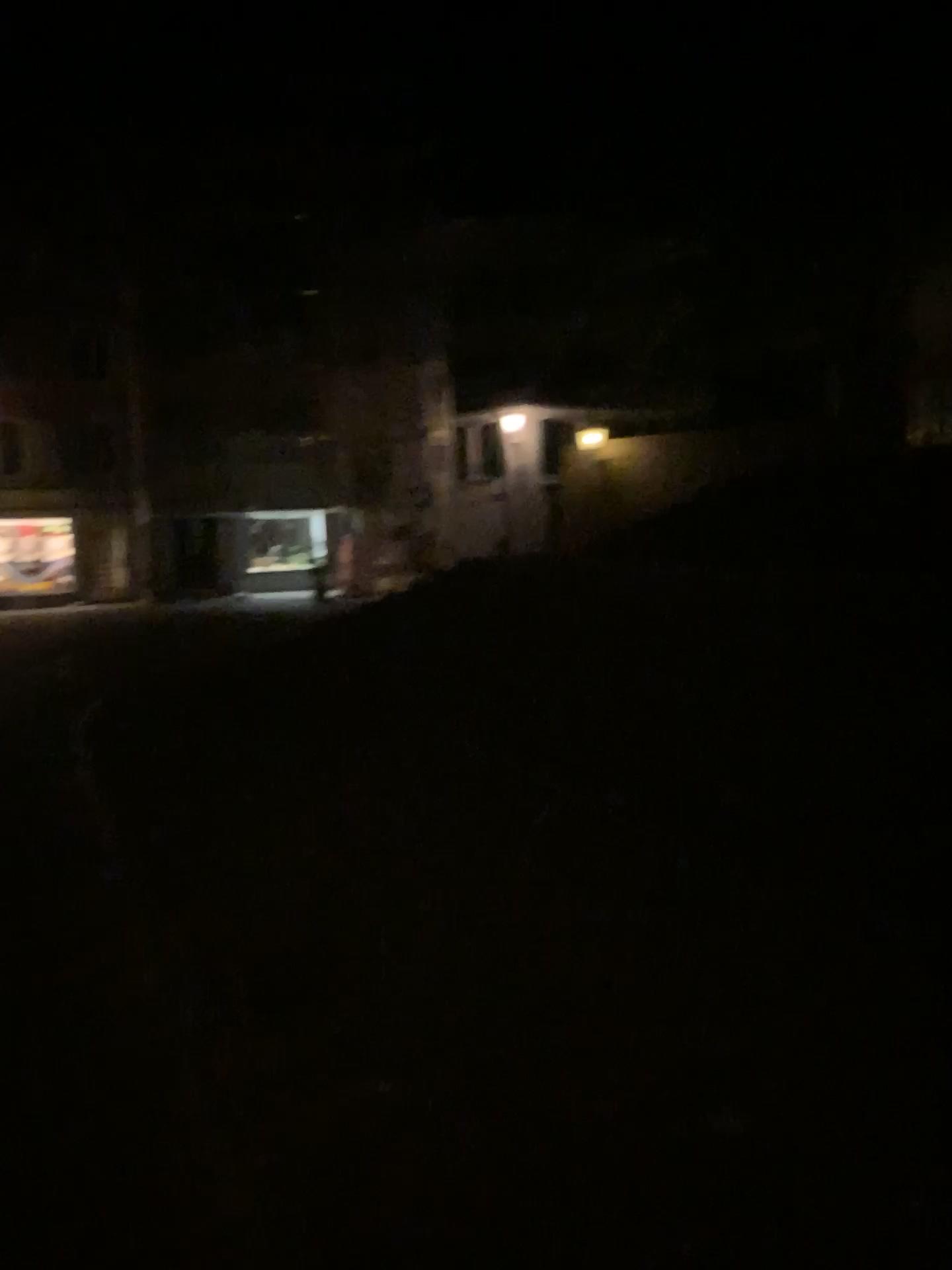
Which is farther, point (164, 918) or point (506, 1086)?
point (164, 918)
